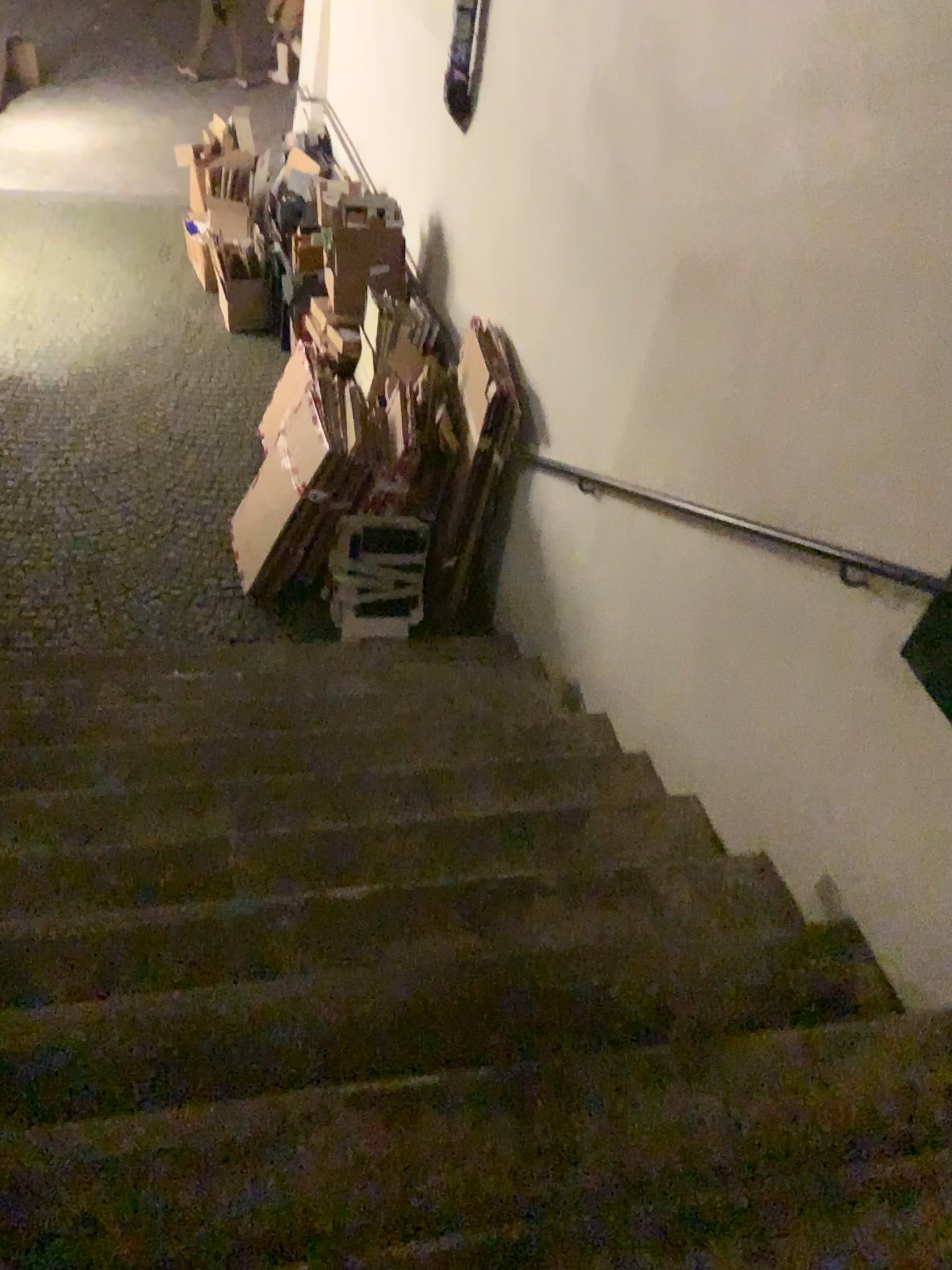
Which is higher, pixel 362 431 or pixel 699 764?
pixel 699 764
